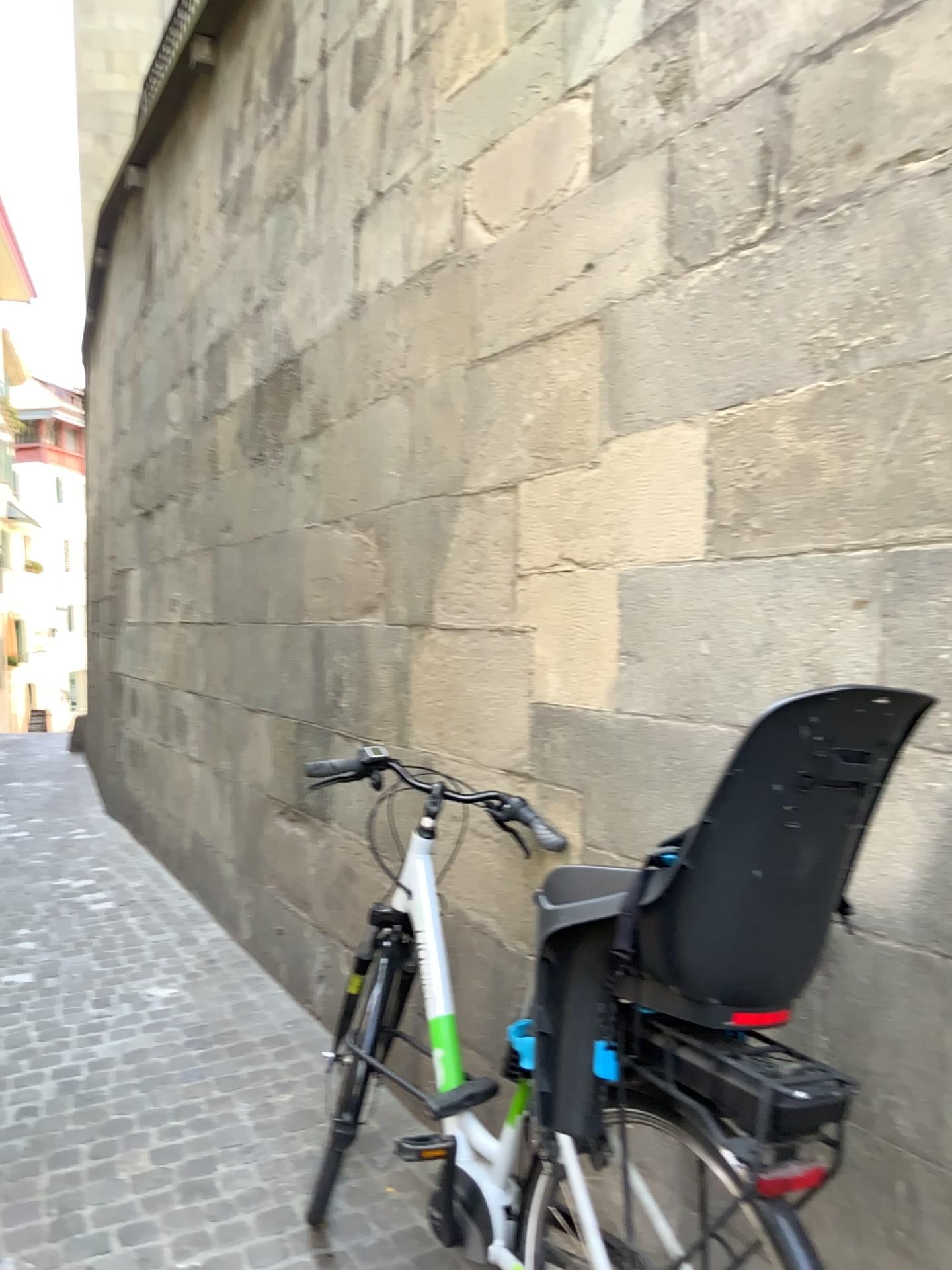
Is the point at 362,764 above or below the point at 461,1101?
above

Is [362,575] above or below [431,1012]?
above

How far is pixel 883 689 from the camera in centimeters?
135cm

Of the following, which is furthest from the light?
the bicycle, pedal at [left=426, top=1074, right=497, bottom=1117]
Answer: pedal at [left=426, top=1074, right=497, bottom=1117]

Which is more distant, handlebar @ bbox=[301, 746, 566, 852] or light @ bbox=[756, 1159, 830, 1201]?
handlebar @ bbox=[301, 746, 566, 852]

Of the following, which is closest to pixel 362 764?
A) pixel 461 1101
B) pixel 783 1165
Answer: pixel 461 1101

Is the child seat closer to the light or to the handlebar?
the light

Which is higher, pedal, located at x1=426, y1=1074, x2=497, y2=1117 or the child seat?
the child seat

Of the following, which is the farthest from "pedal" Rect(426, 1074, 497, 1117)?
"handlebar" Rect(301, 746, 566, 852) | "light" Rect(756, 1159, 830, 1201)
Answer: "light" Rect(756, 1159, 830, 1201)

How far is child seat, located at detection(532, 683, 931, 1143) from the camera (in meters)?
1.35
